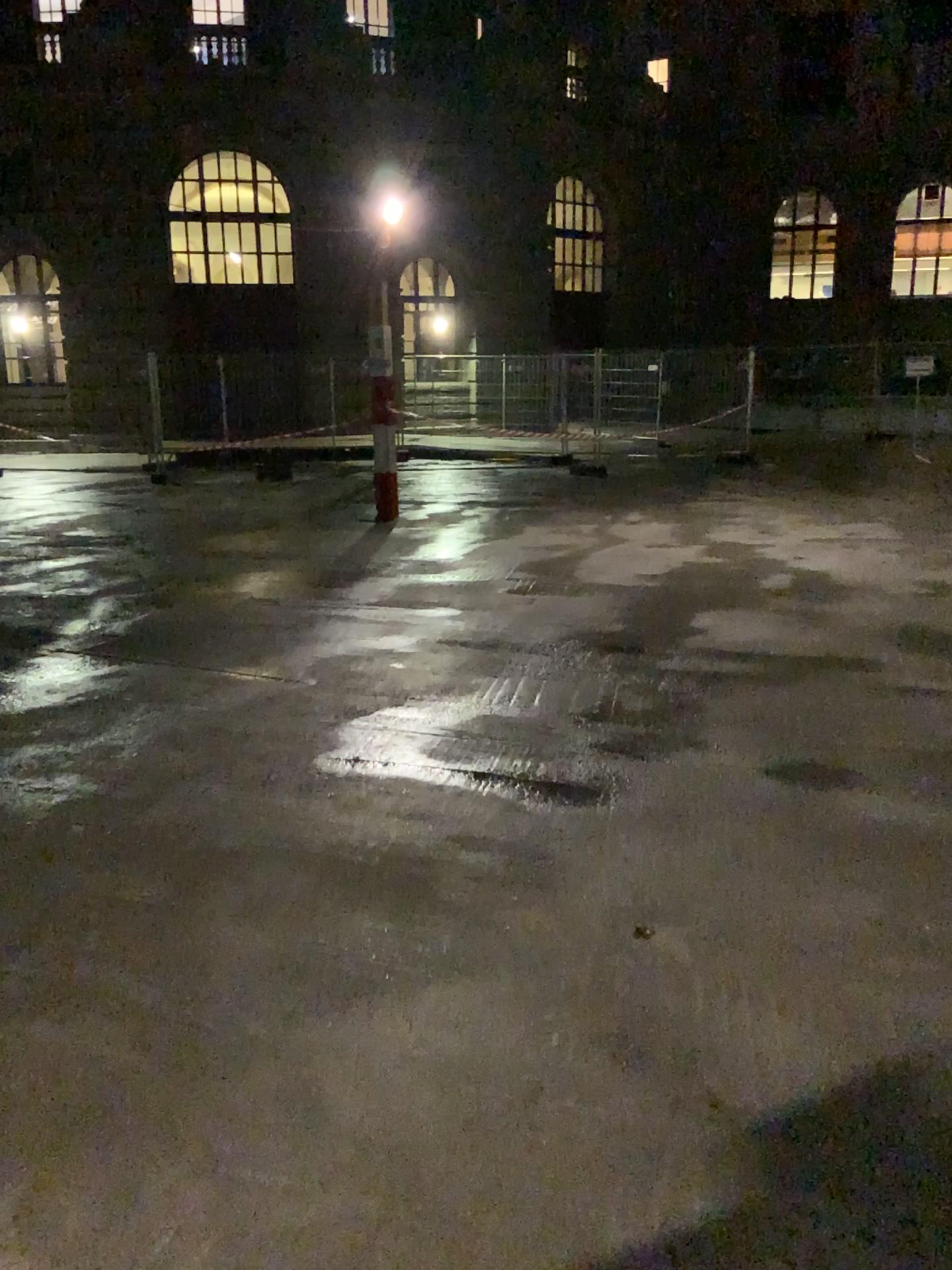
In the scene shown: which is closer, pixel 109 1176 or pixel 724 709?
pixel 109 1176
